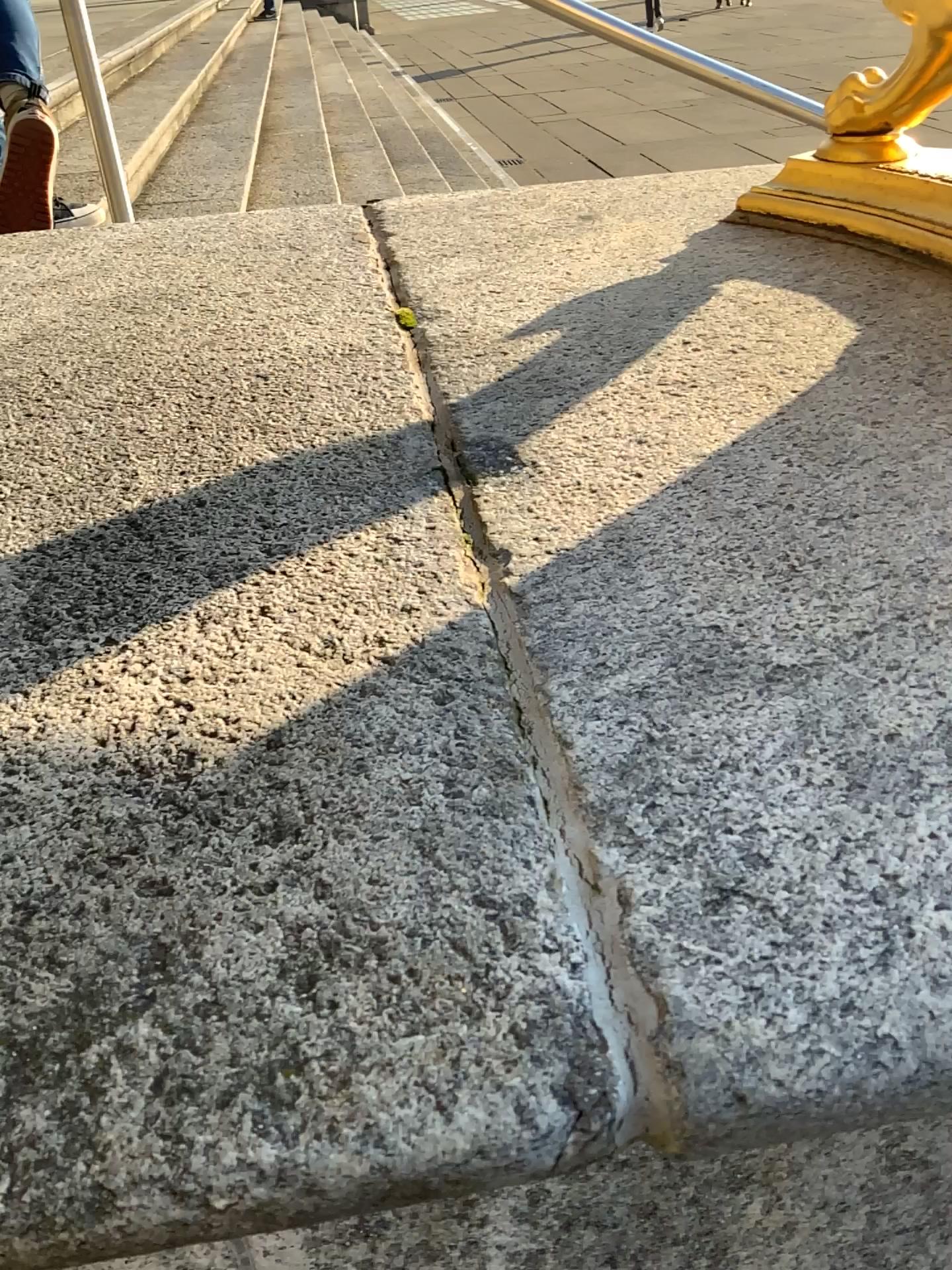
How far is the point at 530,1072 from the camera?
0.3 meters

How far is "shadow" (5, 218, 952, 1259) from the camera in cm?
34

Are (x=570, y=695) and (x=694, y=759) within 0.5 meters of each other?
yes
